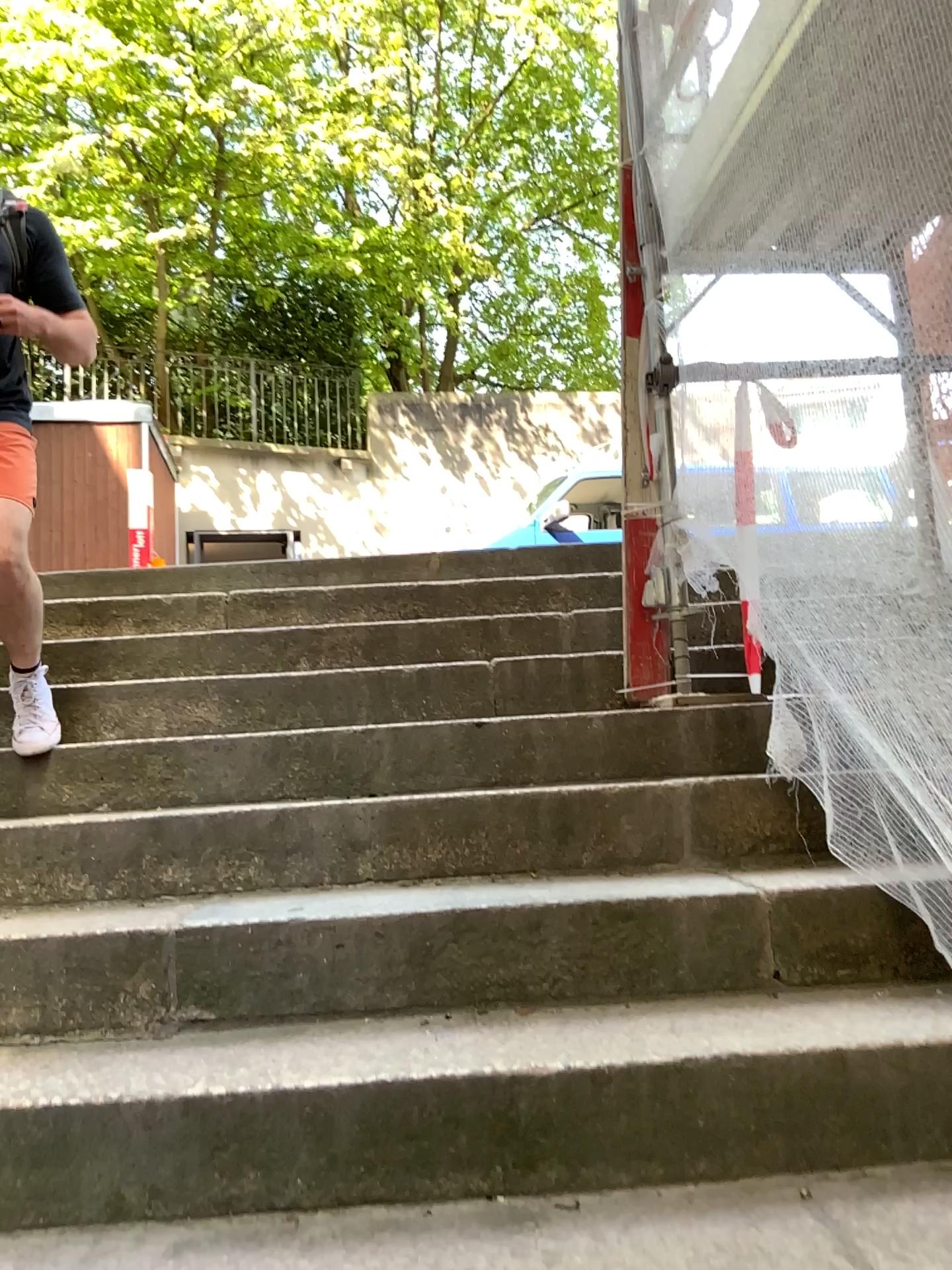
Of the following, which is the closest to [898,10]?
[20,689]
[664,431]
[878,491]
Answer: [878,491]

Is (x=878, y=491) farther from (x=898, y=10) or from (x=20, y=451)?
(x=20, y=451)

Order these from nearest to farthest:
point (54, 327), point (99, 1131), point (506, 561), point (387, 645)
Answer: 1. point (99, 1131)
2. point (54, 327)
3. point (387, 645)
4. point (506, 561)

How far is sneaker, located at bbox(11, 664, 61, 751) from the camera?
2.4 meters

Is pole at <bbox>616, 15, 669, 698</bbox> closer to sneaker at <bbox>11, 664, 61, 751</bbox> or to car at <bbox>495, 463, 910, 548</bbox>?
car at <bbox>495, 463, 910, 548</bbox>

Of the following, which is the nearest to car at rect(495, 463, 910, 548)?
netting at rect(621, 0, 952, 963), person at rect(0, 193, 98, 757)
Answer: netting at rect(621, 0, 952, 963)

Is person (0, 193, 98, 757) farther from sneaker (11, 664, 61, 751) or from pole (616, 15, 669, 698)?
pole (616, 15, 669, 698)

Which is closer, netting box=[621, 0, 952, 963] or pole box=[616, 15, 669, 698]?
netting box=[621, 0, 952, 963]

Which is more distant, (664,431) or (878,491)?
(664,431)

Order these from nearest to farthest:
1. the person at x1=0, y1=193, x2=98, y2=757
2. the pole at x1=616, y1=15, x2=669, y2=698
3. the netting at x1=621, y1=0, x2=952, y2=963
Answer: the netting at x1=621, y1=0, x2=952, y2=963 < the person at x1=0, y1=193, x2=98, y2=757 < the pole at x1=616, y1=15, x2=669, y2=698
